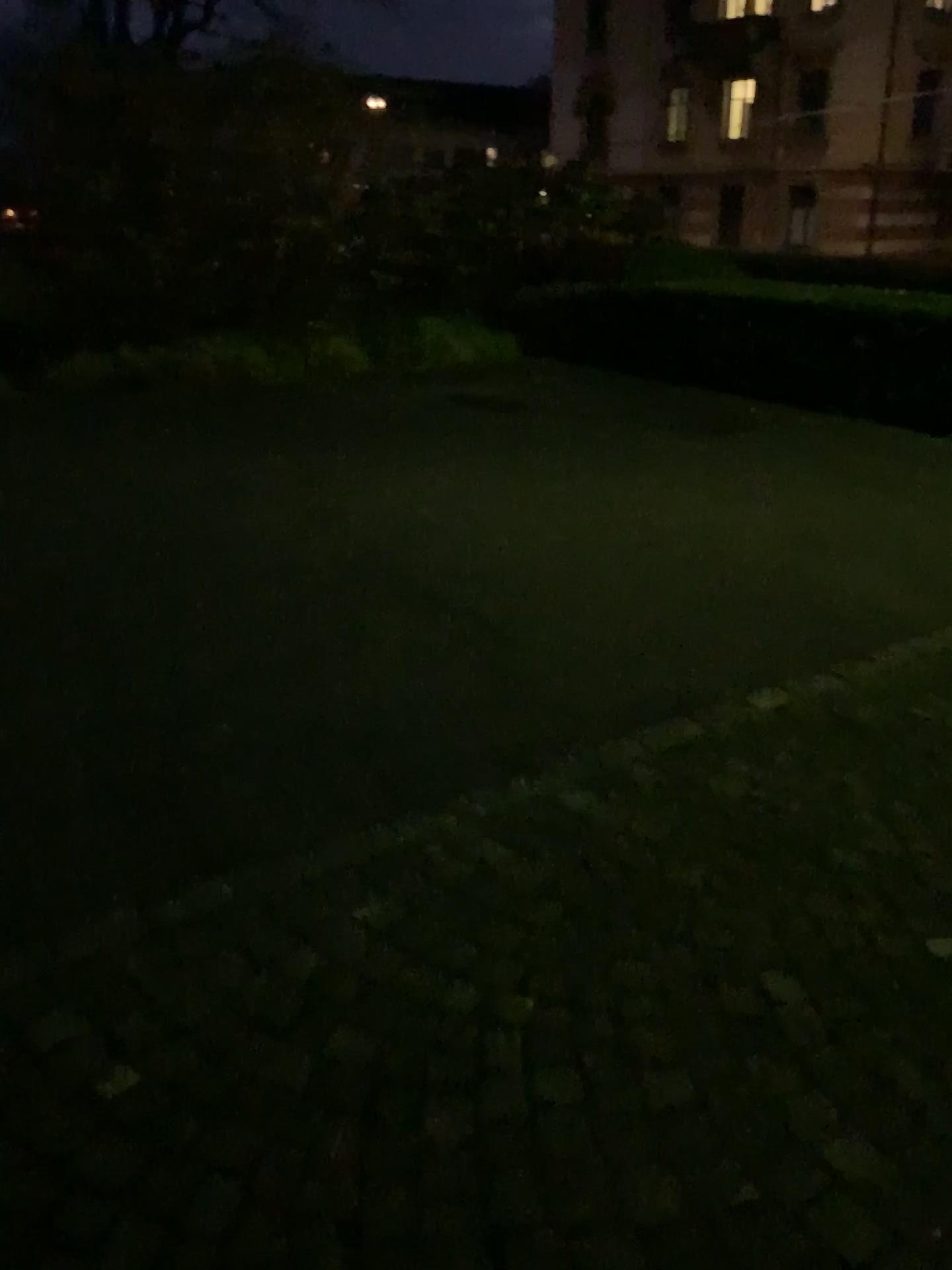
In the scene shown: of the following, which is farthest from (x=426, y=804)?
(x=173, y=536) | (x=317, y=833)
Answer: (x=173, y=536)
